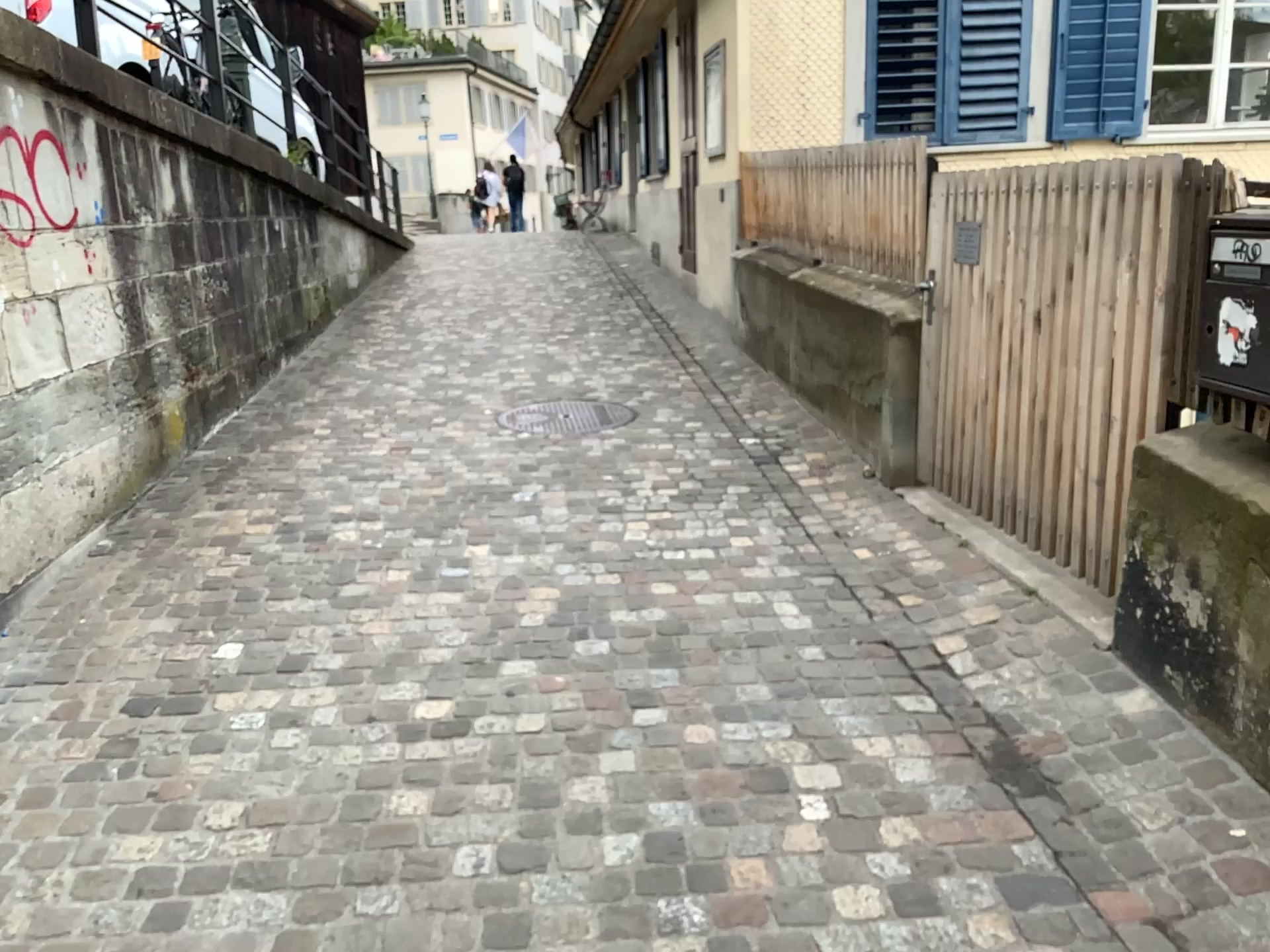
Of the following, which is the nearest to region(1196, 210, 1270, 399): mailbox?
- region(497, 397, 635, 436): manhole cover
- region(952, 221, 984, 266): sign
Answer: region(952, 221, 984, 266): sign

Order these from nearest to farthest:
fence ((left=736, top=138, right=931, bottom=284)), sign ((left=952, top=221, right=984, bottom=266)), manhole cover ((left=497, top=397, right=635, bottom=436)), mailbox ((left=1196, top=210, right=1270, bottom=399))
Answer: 1. mailbox ((left=1196, top=210, right=1270, bottom=399))
2. sign ((left=952, top=221, right=984, bottom=266))
3. fence ((left=736, top=138, right=931, bottom=284))
4. manhole cover ((left=497, top=397, right=635, bottom=436))

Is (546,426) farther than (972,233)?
Yes

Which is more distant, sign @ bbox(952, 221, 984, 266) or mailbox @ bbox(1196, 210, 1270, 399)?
sign @ bbox(952, 221, 984, 266)

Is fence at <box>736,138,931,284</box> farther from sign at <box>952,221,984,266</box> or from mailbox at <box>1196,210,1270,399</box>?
mailbox at <box>1196,210,1270,399</box>

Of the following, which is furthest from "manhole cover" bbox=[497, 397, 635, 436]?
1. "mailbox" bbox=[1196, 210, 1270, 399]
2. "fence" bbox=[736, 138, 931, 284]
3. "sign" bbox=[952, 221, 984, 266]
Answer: "mailbox" bbox=[1196, 210, 1270, 399]

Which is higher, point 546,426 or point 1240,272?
point 1240,272

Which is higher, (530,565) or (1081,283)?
(1081,283)

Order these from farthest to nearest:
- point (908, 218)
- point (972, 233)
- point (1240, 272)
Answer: point (908, 218) → point (972, 233) → point (1240, 272)

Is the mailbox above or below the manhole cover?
above
